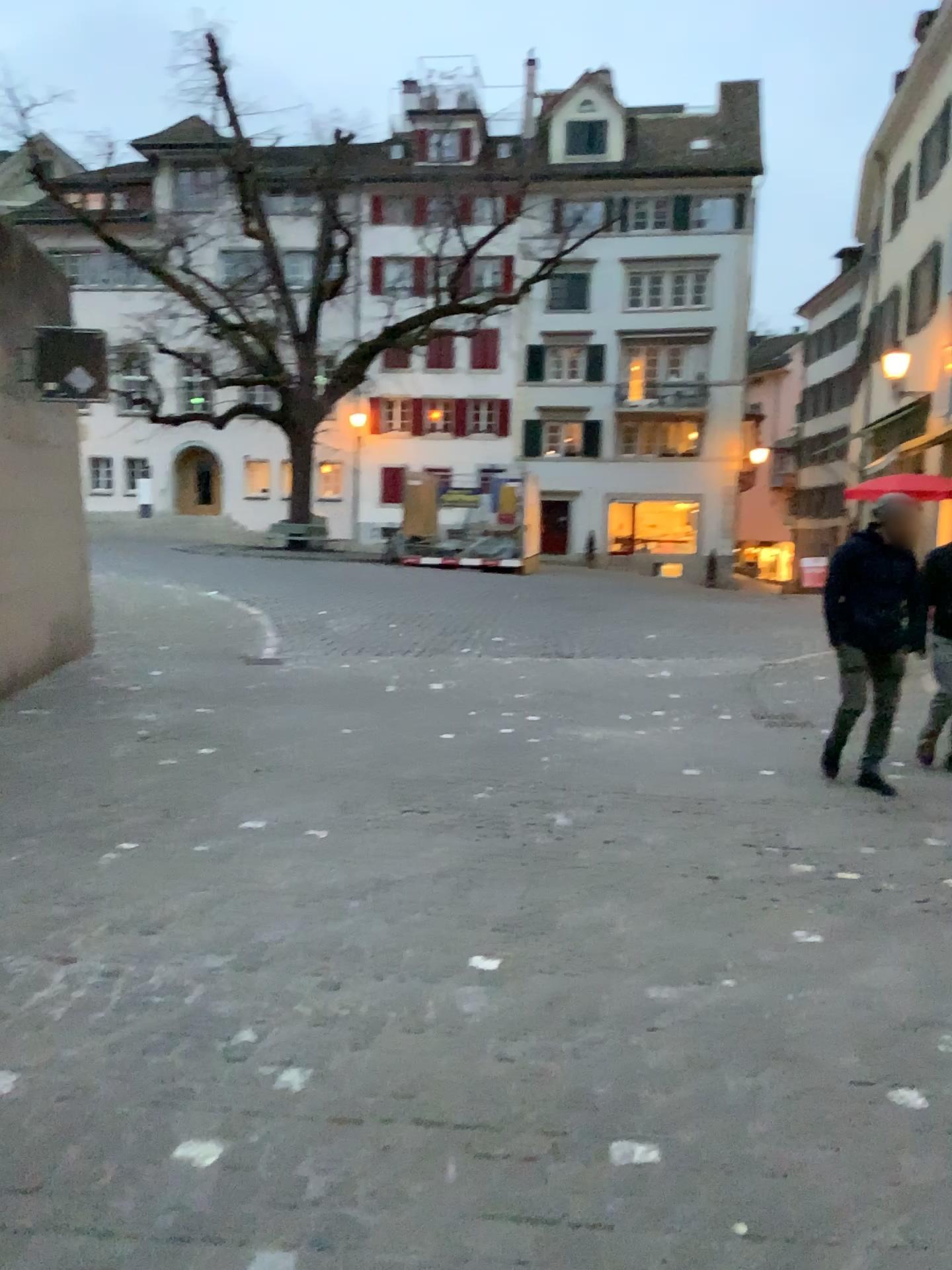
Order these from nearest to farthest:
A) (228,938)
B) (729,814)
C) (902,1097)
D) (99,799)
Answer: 1. (902,1097)
2. (228,938)
3. (99,799)
4. (729,814)
